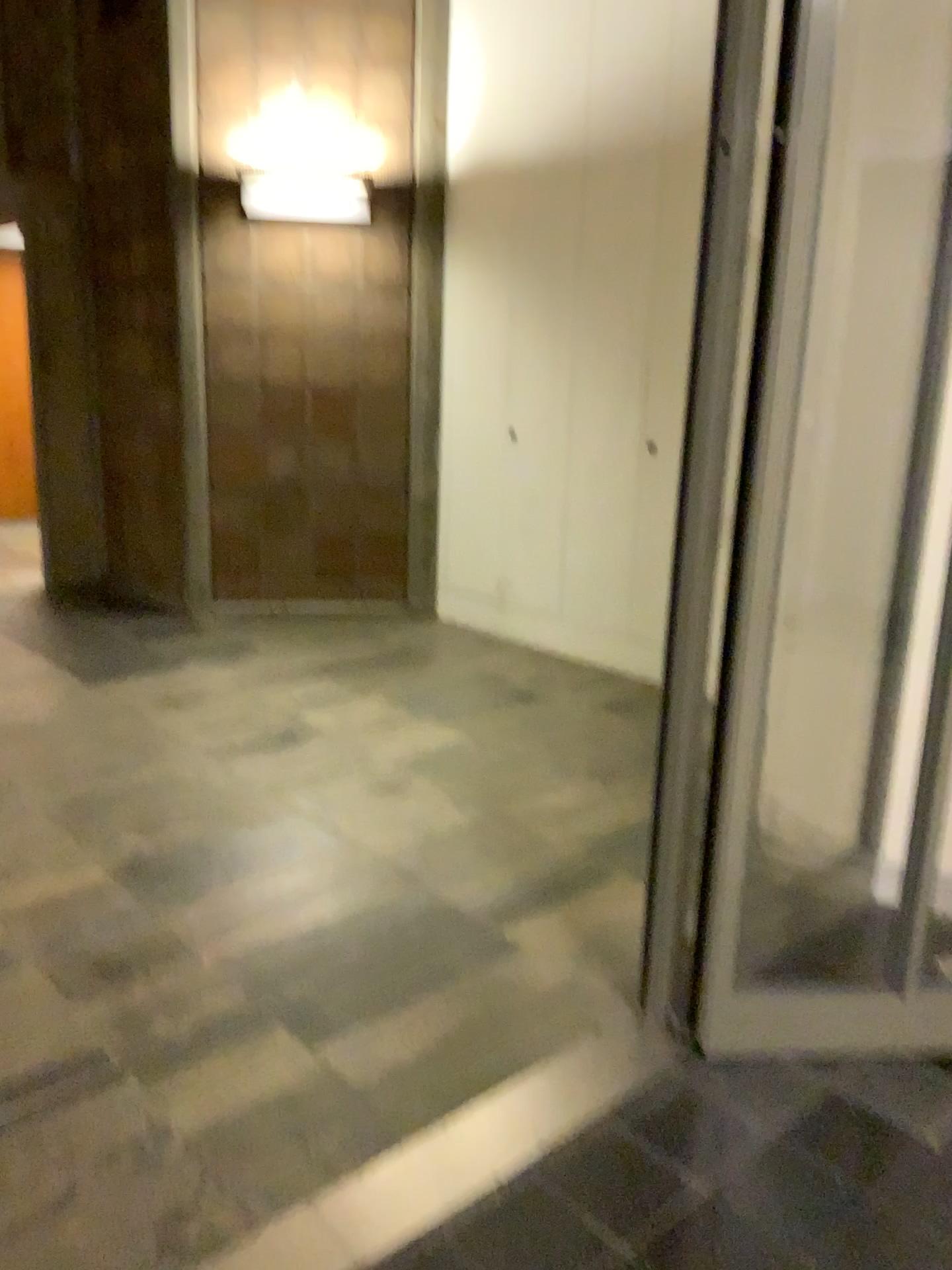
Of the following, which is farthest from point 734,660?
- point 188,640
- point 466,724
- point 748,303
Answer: point 188,640
